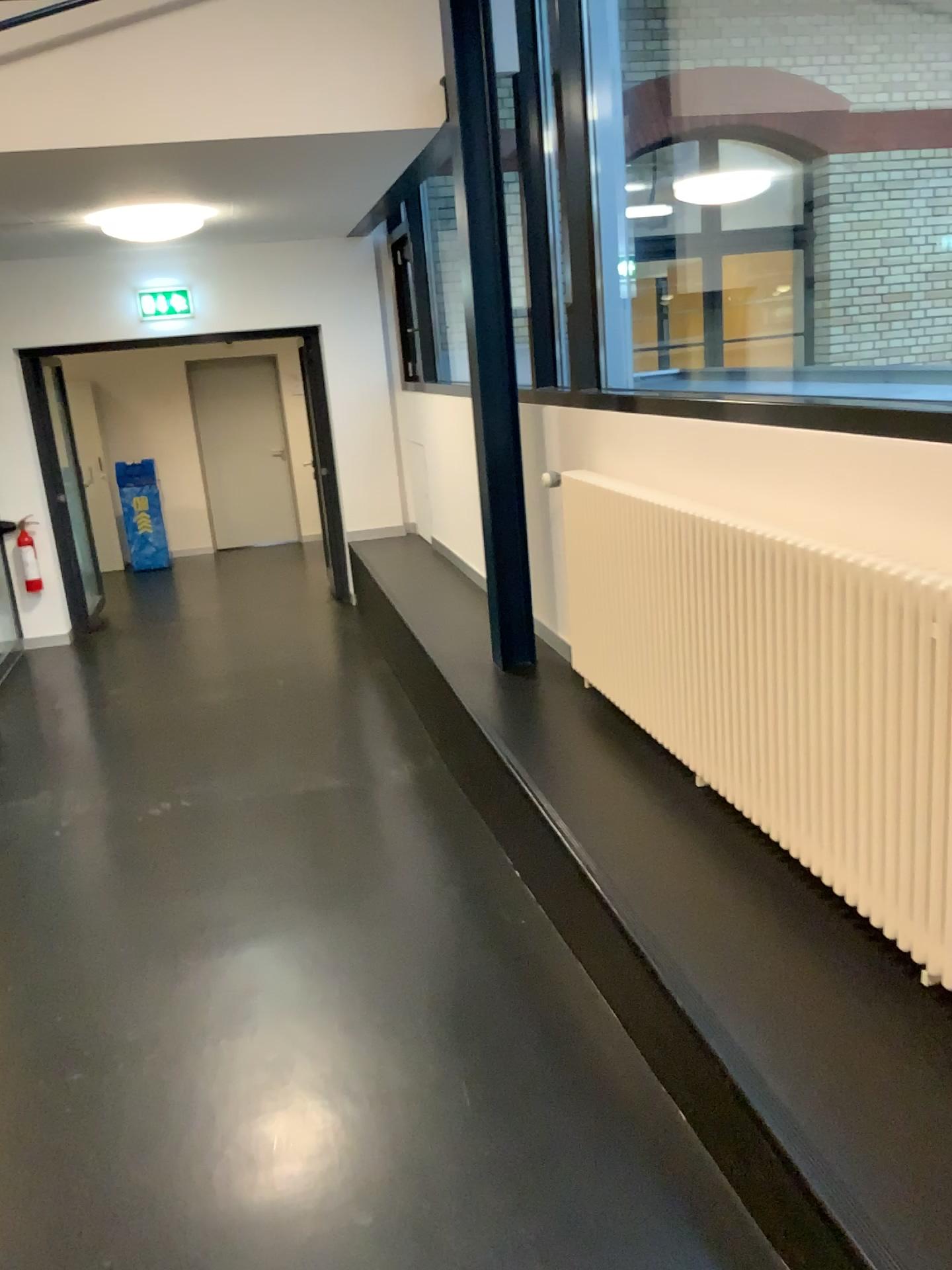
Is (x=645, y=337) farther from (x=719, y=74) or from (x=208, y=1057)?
(x=208, y=1057)
